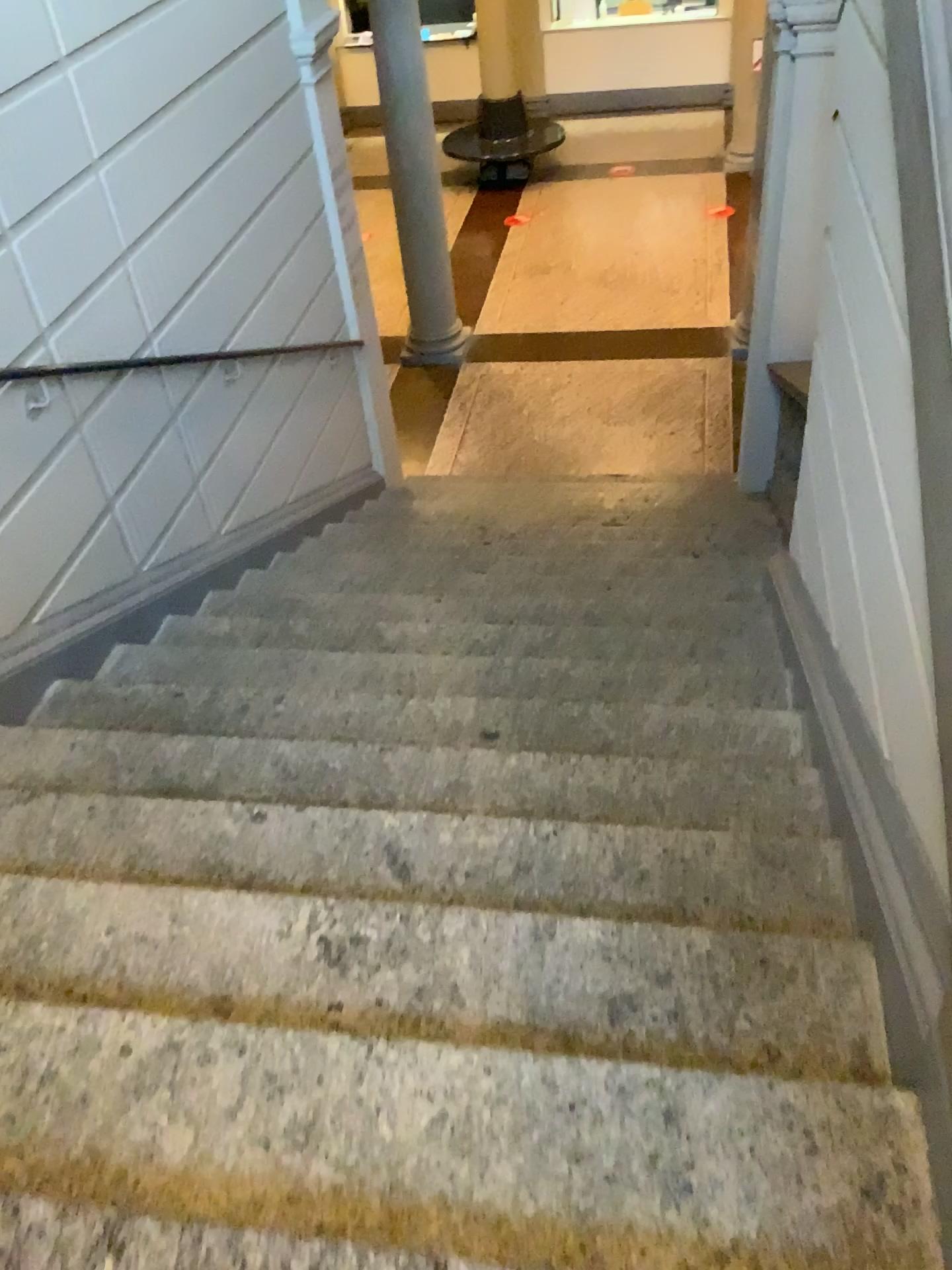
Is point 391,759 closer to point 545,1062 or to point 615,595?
point 545,1062
